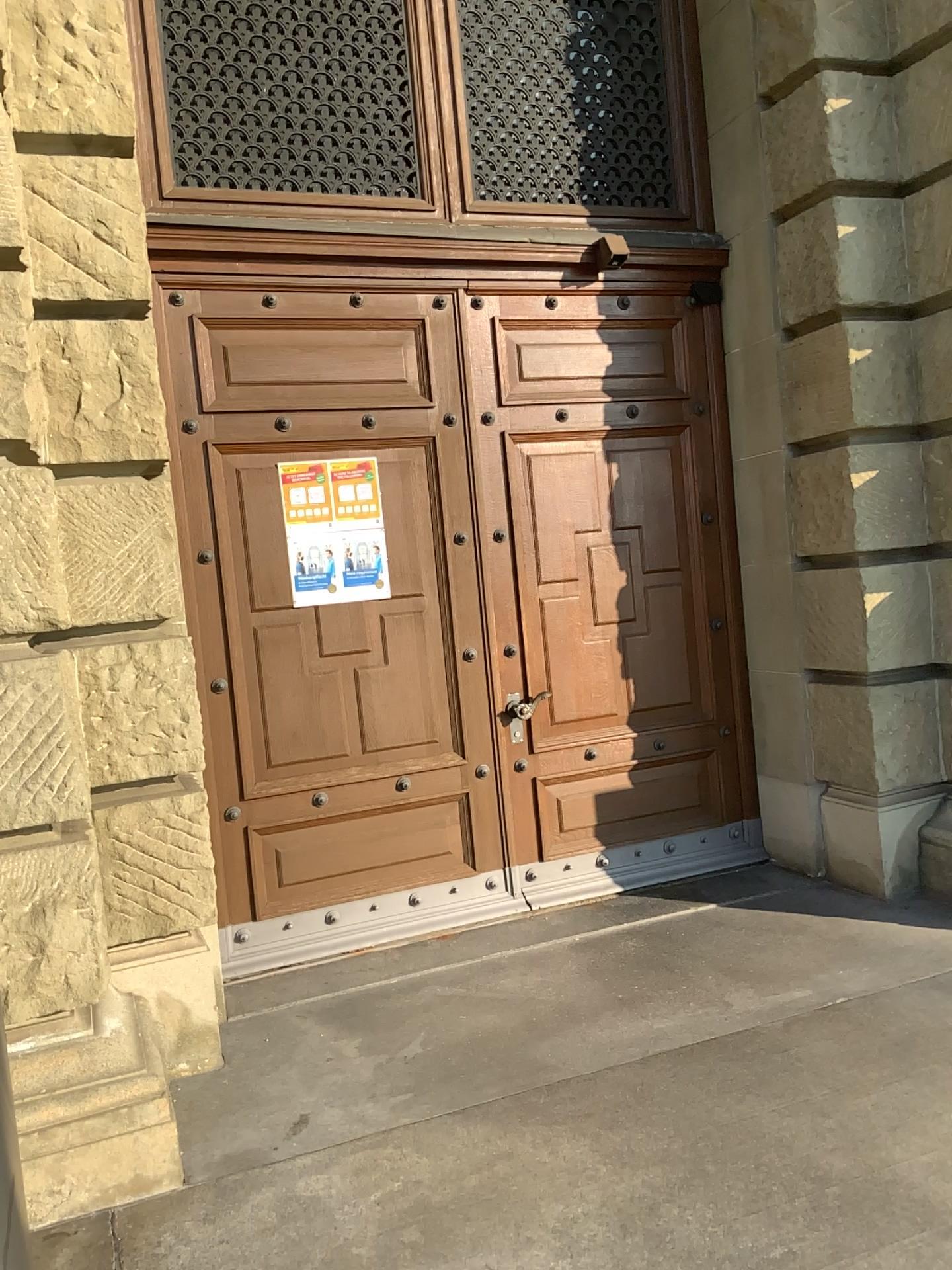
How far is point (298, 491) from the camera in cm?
438

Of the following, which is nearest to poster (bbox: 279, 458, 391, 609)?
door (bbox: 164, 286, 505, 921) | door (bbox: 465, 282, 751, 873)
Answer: door (bbox: 164, 286, 505, 921)

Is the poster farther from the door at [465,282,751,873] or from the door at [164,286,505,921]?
the door at [465,282,751,873]

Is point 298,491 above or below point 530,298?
below

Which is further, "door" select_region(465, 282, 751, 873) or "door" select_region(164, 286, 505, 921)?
"door" select_region(465, 282, 751, 873)

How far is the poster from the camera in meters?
4.4 m

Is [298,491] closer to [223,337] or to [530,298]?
[223,337]

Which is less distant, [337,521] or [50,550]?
[50,550]
